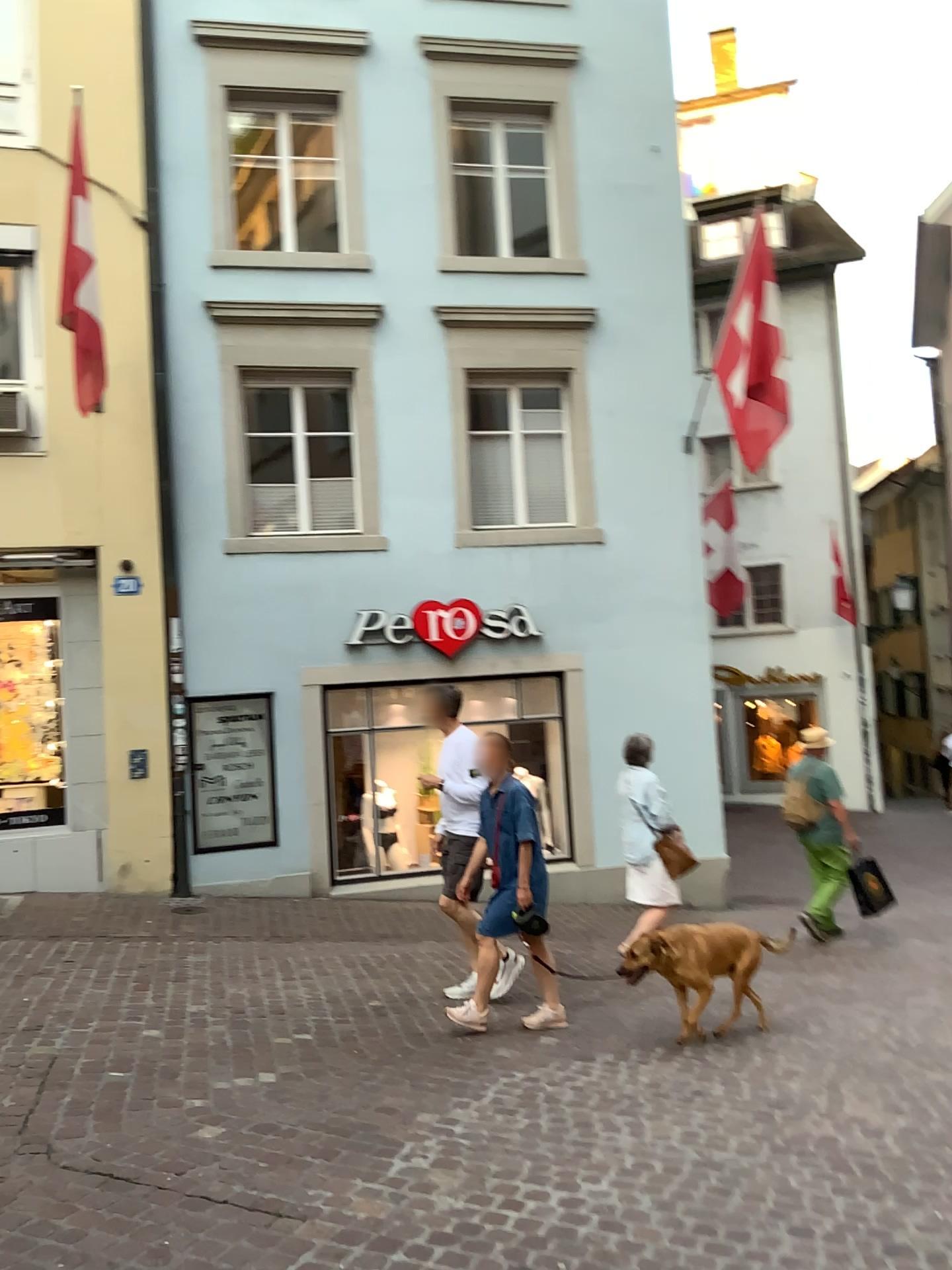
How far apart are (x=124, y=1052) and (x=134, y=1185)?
1.47m
